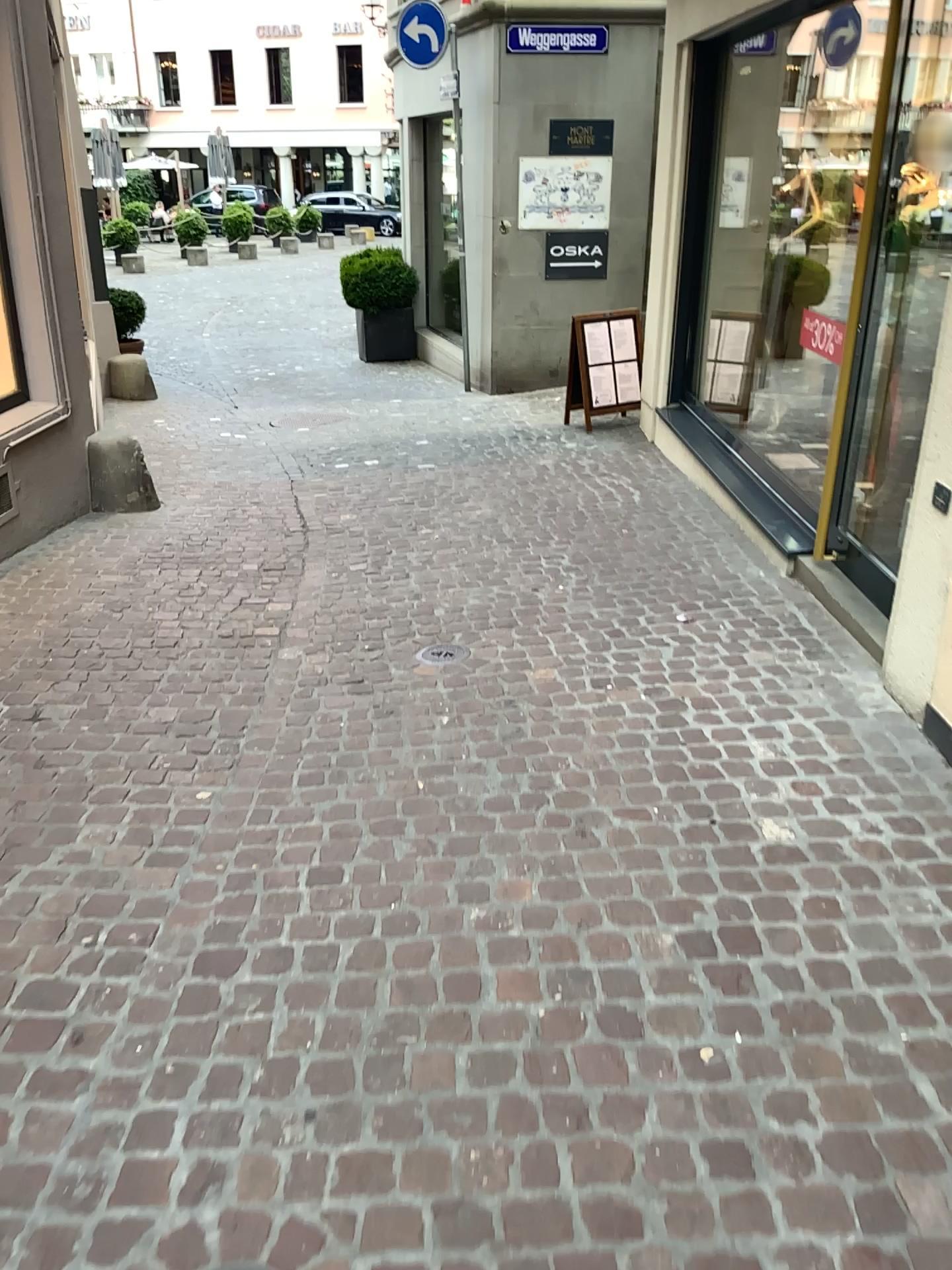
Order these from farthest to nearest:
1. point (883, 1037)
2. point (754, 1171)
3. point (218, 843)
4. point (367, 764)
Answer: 1. point (367, 764)
2. point (218, 843)
3. point (883, 1037)
4. point (754, 1171)
